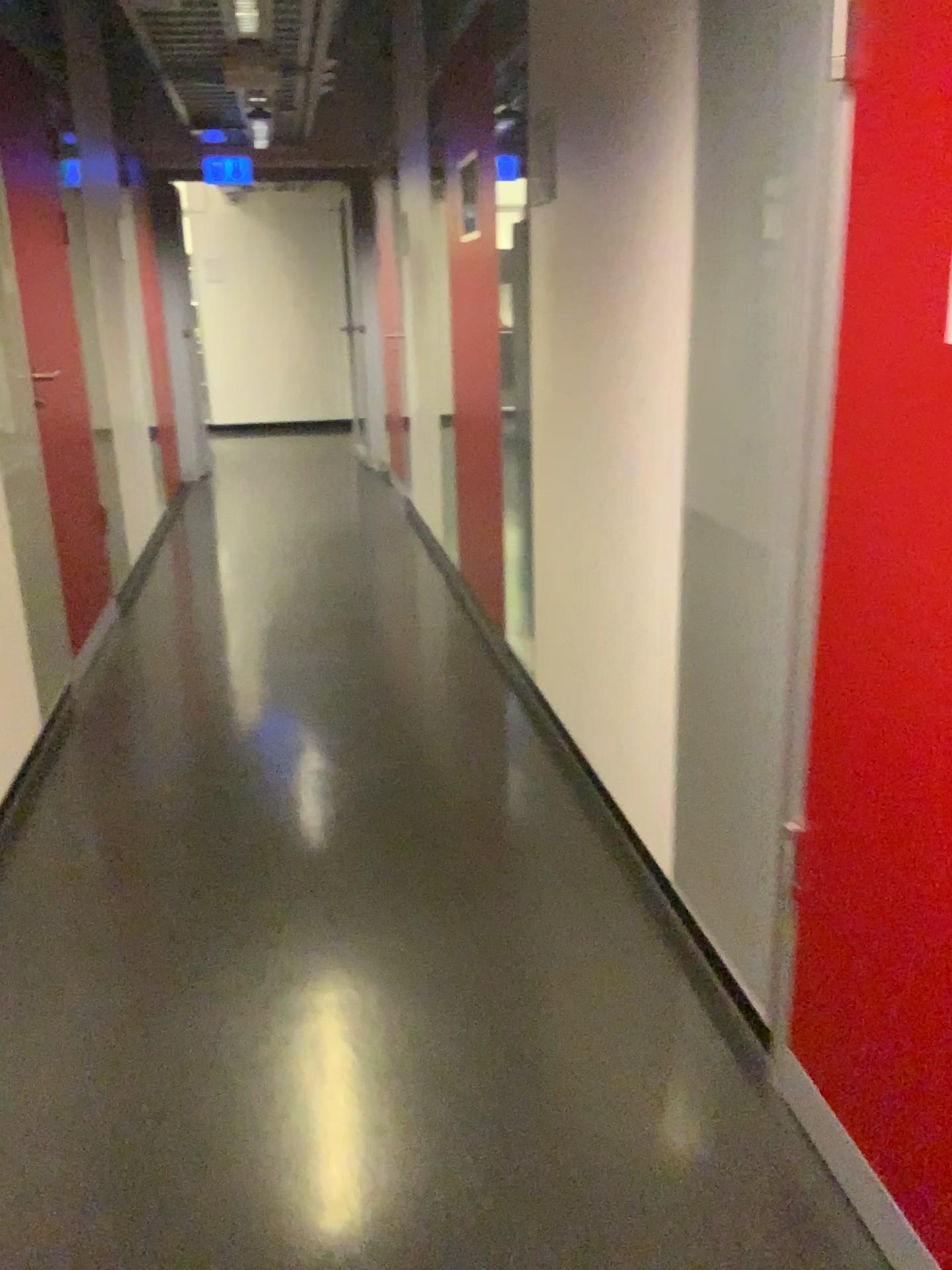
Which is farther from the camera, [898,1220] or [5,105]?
[5,105]

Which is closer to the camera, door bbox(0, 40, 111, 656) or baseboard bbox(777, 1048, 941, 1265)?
baseboard bbox(777, 1048, 941, 1265)

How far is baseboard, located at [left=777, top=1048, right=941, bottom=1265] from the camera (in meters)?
1.40

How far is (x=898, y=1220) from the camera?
1.4m

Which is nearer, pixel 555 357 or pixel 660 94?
pixel 660 94

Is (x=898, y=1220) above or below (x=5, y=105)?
below
